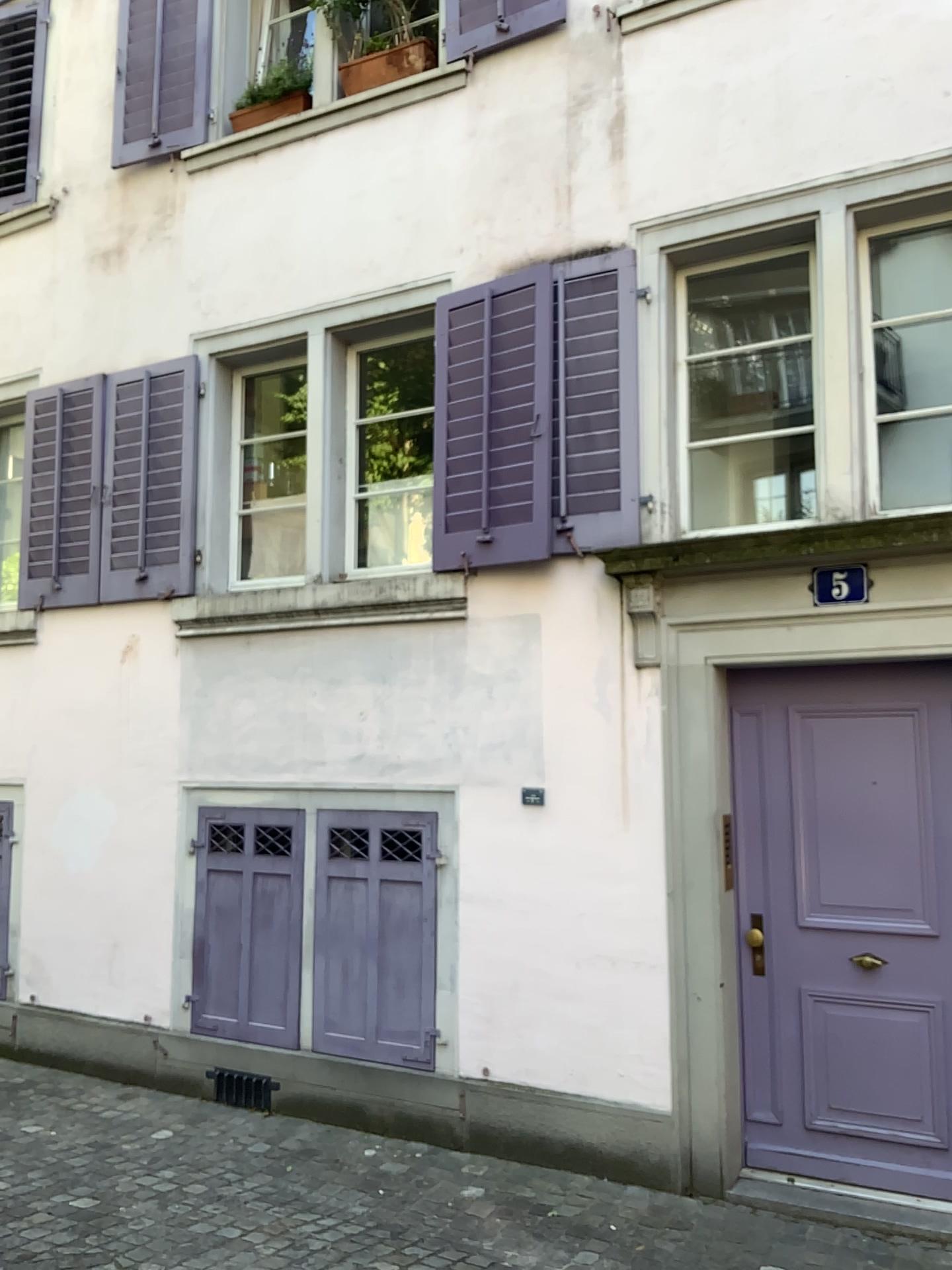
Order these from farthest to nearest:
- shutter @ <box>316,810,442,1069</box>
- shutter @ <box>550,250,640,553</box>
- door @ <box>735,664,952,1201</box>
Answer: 1. shutter @ <box>316,810,442,1069</box>
2. shutter @ <box>550,250,640,553</box>
3. door @ <box>735,664,952,1201</box>

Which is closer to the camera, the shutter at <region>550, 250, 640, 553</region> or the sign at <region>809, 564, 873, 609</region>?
the sign at <region>809, 564, 873, 609</region>

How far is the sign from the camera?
4.2 meters

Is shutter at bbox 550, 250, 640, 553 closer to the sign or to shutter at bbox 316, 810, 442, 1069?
the sign

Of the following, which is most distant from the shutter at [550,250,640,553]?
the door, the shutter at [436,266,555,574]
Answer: the door

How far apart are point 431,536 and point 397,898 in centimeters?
173cm

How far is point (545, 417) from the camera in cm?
481

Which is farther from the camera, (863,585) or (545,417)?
(545,417)

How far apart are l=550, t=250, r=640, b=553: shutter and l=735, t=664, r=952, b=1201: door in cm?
79

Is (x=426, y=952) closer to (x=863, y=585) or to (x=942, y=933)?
(x=942, y=933)
